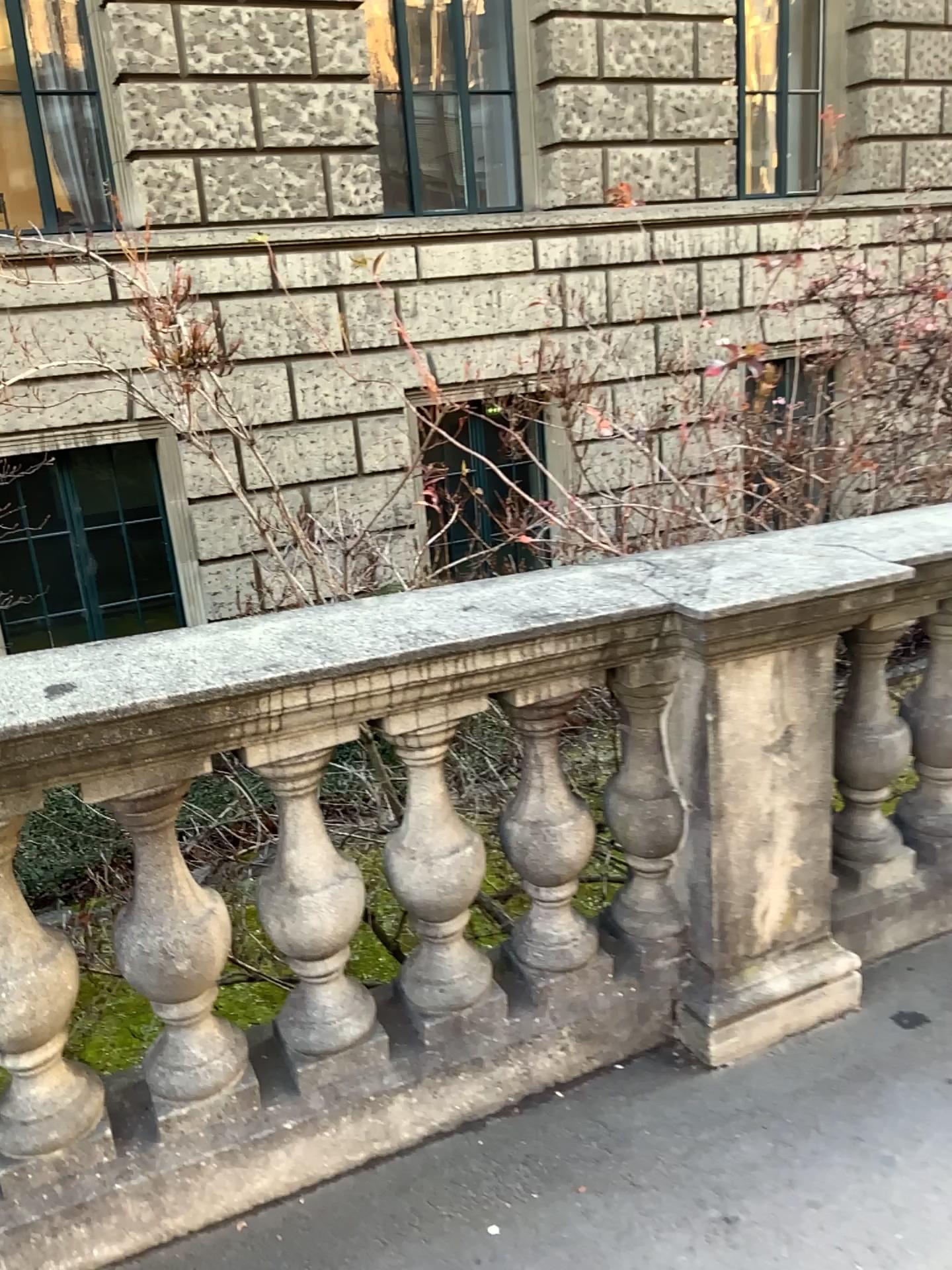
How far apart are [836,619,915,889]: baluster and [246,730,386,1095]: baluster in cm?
121

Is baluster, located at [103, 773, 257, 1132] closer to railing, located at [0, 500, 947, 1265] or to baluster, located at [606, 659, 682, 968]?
railing, located at [0, 500, 947, 1265]

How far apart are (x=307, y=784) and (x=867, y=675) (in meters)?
1.34

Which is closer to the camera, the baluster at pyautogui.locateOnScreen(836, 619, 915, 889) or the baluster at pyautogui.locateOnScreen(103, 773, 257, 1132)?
the baluster at pyautogui.locateOnScreen(103, 773, 257, 1132)

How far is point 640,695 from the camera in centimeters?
216cm

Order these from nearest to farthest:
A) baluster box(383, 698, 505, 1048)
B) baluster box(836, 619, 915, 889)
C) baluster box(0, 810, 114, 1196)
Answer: baluster box(0, 810, 114, 1196) < baluster box(383, 698, 505, 1048) < baluster box(836, 619, 915, 889)

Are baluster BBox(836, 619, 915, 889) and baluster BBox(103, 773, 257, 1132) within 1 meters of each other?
no

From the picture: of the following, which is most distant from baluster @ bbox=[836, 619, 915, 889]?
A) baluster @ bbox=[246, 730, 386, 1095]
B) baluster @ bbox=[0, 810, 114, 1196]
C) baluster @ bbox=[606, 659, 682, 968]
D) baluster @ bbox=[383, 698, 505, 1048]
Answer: baluster @ bbox=[0, 810, 114, 1196]

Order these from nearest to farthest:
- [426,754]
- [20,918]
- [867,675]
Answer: [20,918]
[426,754]
[867,675]

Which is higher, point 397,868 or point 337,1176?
point 397,868
